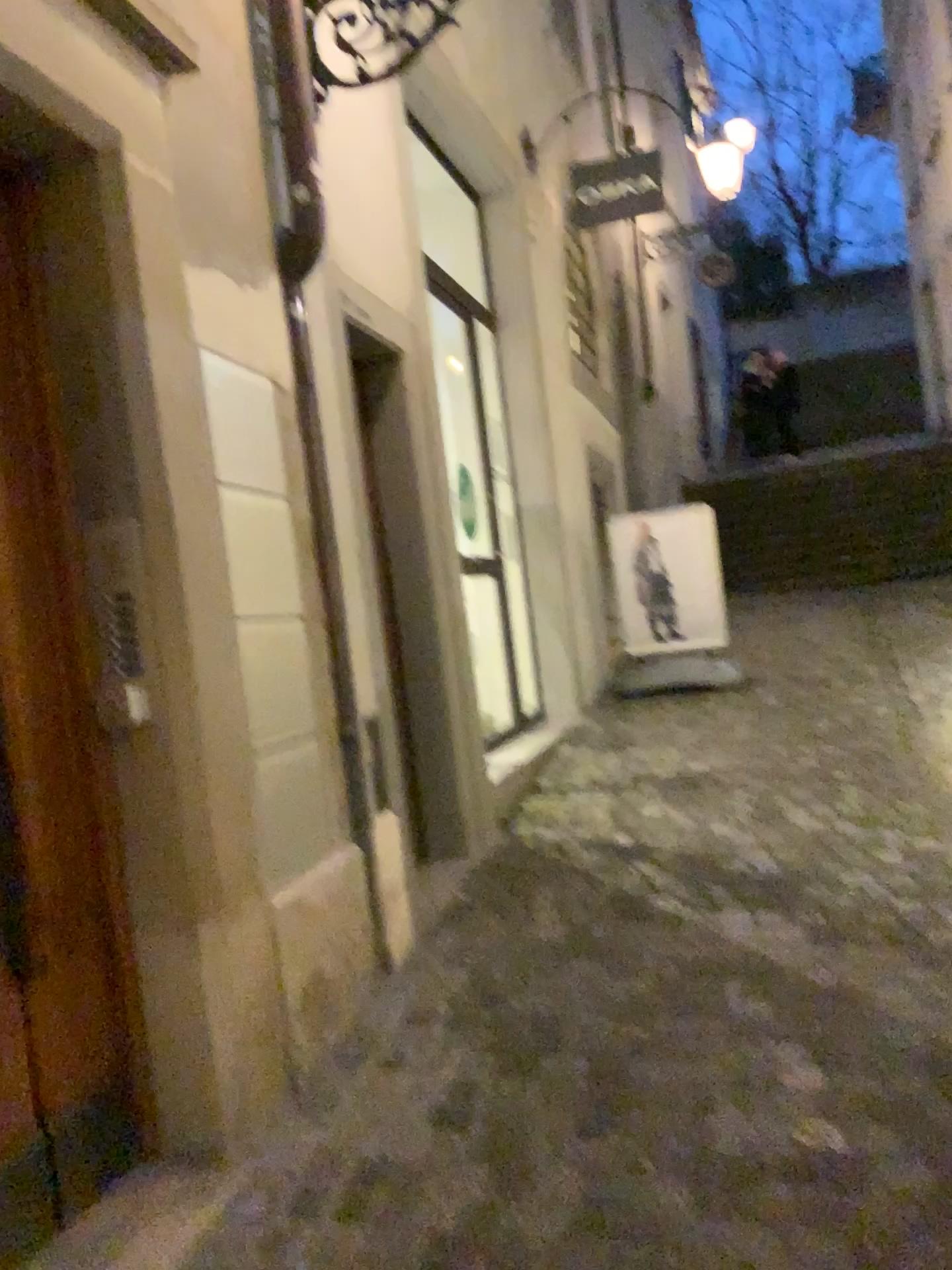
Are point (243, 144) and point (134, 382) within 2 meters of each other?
yes

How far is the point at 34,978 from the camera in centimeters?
196cm

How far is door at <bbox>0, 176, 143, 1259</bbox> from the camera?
2.0 meters
